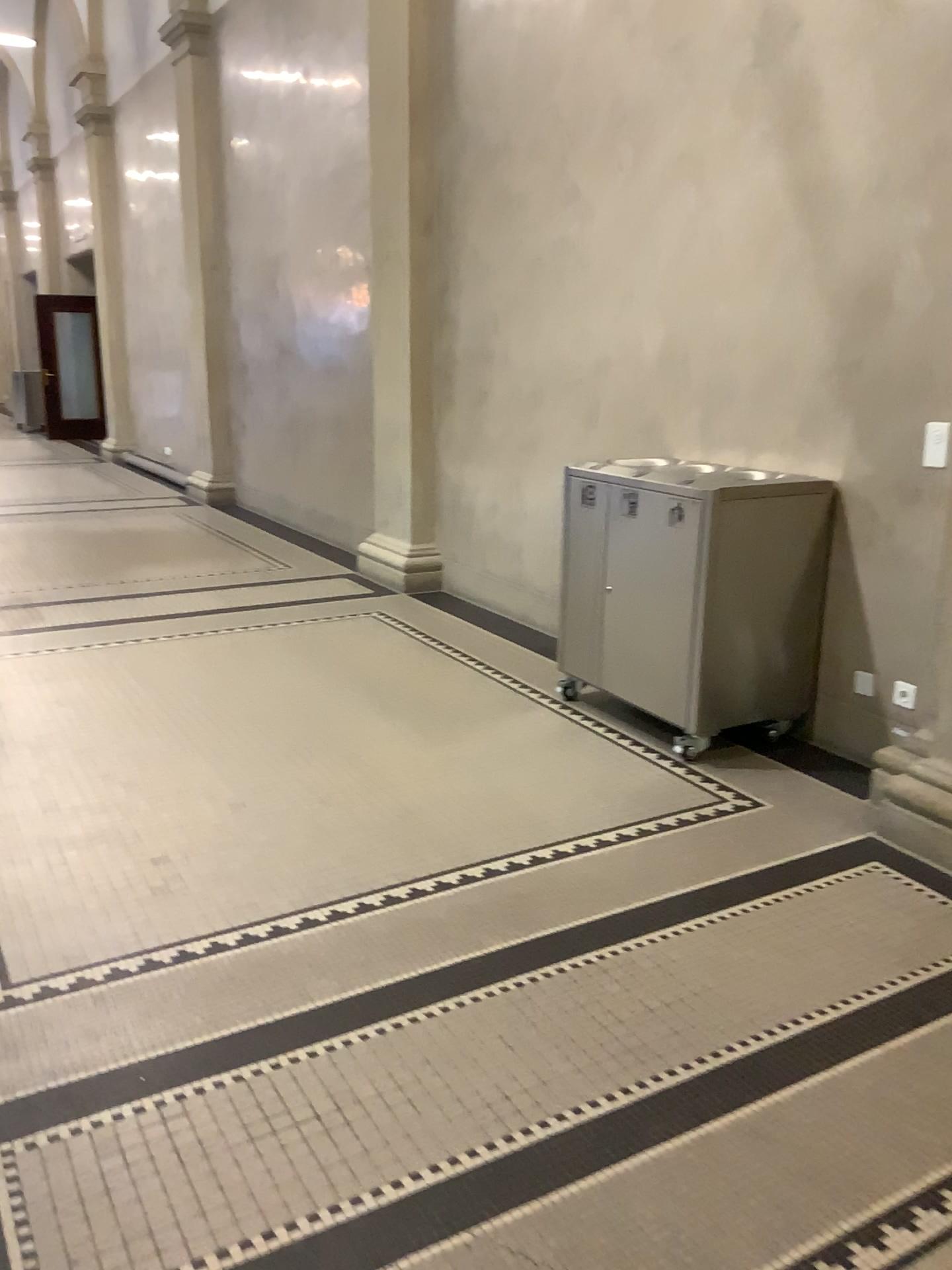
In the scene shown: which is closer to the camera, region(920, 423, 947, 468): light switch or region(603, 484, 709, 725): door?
region(920, 423, 947, 468): light switch

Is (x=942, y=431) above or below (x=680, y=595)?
above

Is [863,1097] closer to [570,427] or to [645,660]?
[645,660]

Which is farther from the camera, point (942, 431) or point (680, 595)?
point (680, 595)
